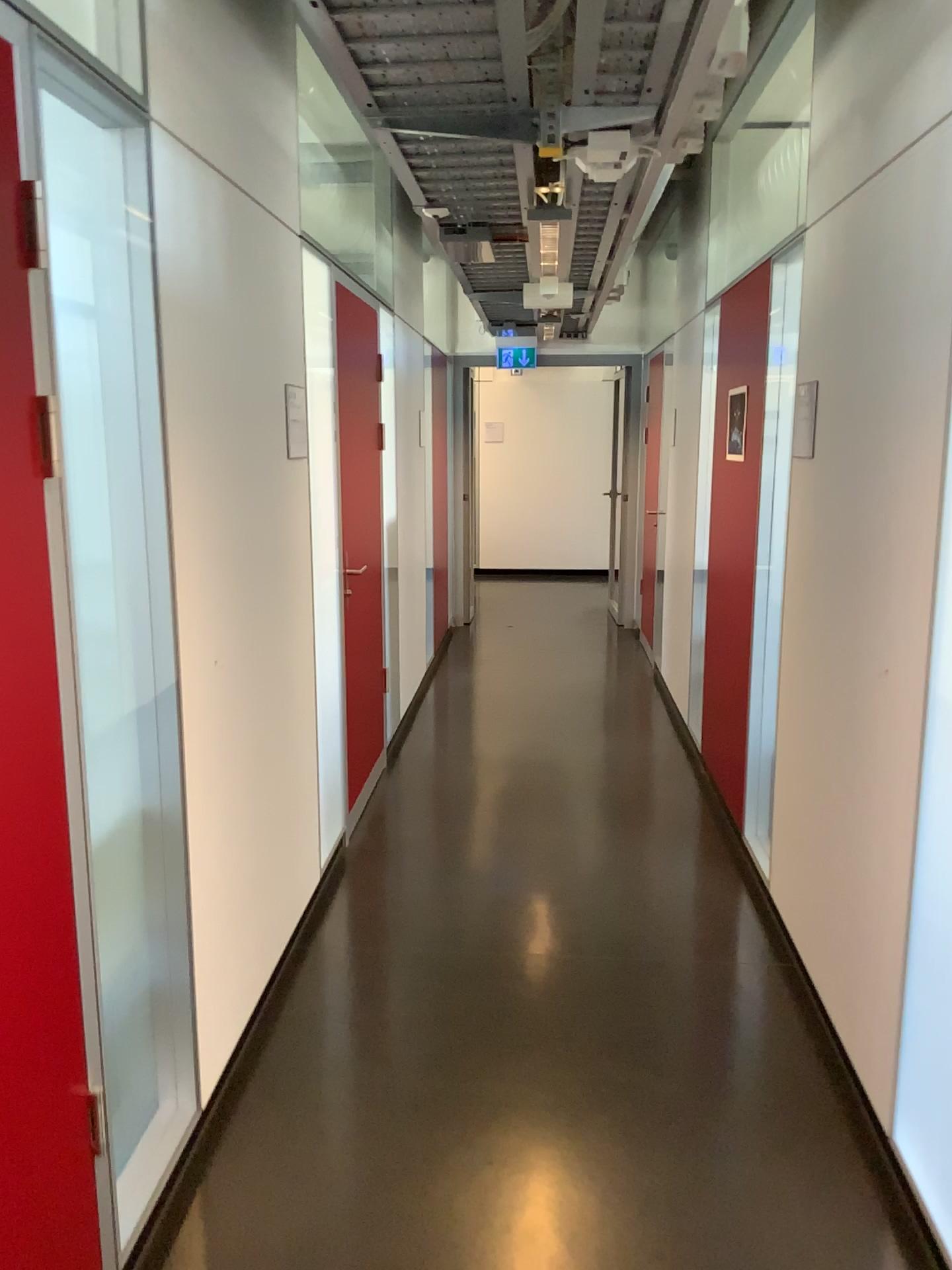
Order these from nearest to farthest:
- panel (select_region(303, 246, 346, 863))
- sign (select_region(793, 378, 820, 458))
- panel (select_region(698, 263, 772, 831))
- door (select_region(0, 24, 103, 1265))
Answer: door (select_region(0, 24, 103, 1265)) → sign (select_region(793, 378, 820, 458)) → panel (select_region(303, 246, 346, 863)) → panel (select_region(698, 263, 772, 831))

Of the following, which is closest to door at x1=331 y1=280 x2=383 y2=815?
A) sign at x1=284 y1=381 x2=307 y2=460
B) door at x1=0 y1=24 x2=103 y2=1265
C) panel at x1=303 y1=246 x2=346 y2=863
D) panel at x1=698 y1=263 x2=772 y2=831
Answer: panel at x1=303 y1=246 x2=346 y2=863

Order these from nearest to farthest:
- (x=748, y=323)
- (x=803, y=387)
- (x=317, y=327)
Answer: (x=803, y=387), (x=317, y=327), (x=748, y=323)

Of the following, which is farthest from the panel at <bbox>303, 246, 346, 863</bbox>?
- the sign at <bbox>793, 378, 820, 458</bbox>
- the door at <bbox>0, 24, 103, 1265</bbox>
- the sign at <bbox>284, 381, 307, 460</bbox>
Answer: the door at <bbox>0, 24, 103, 1265</bbox>

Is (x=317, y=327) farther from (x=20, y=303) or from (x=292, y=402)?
(x=20, y=303)

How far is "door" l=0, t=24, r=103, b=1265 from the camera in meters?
1.5

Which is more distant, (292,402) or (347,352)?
(347,352)

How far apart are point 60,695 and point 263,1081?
1.4m

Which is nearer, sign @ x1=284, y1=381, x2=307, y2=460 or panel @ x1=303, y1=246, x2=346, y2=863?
sign @ x1=284, y1=381, x2=307, y2=460

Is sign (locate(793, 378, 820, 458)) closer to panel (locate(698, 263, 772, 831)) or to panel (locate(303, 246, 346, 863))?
panel (locate(698, 263, 772, 831))
